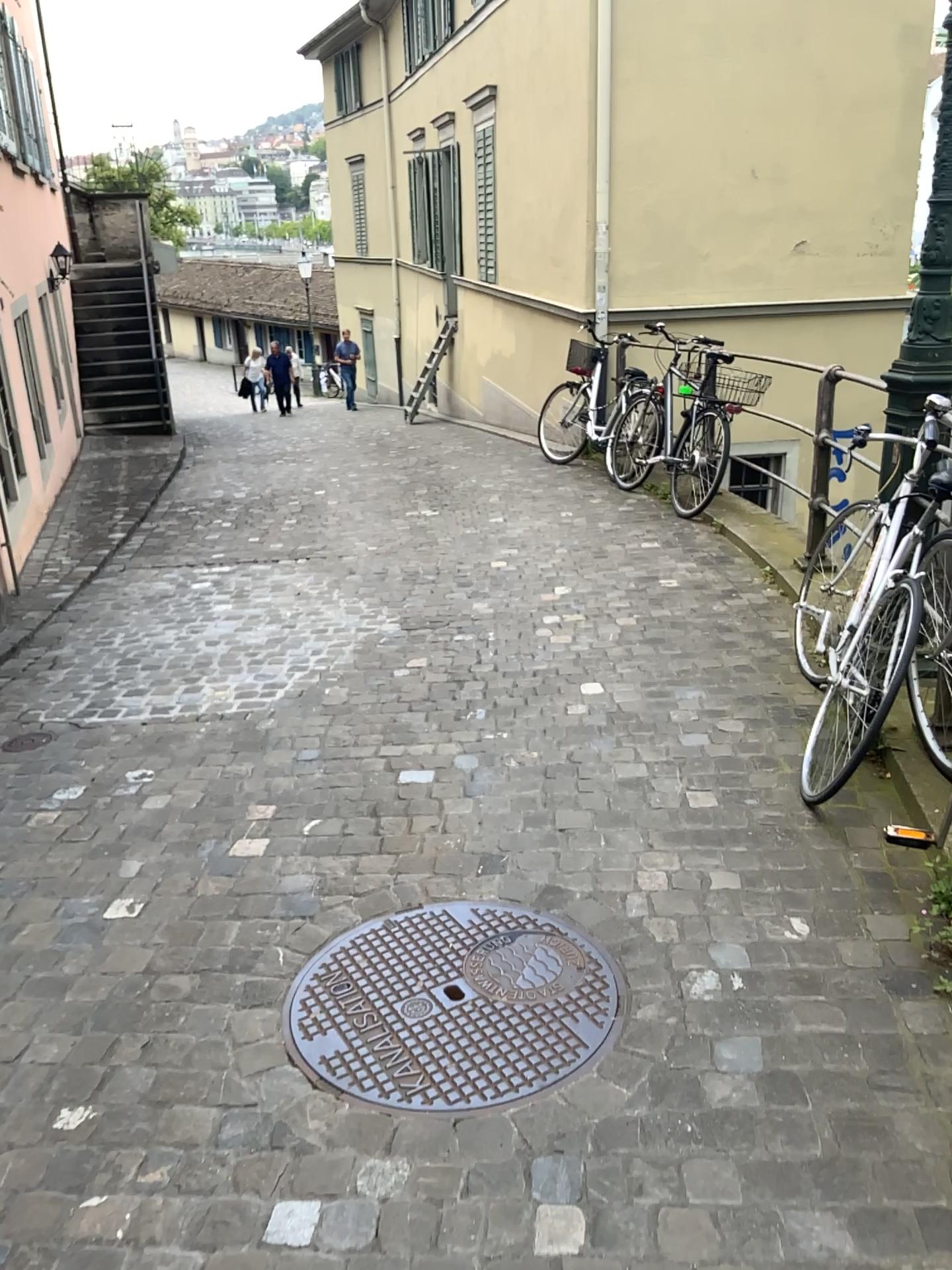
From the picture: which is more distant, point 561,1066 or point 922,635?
point 922,635

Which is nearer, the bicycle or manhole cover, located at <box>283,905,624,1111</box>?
manhole cover, located at <box>283,905,624,1111</box>

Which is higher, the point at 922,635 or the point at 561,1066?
the point at 922,635

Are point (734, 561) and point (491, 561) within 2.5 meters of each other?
yes
